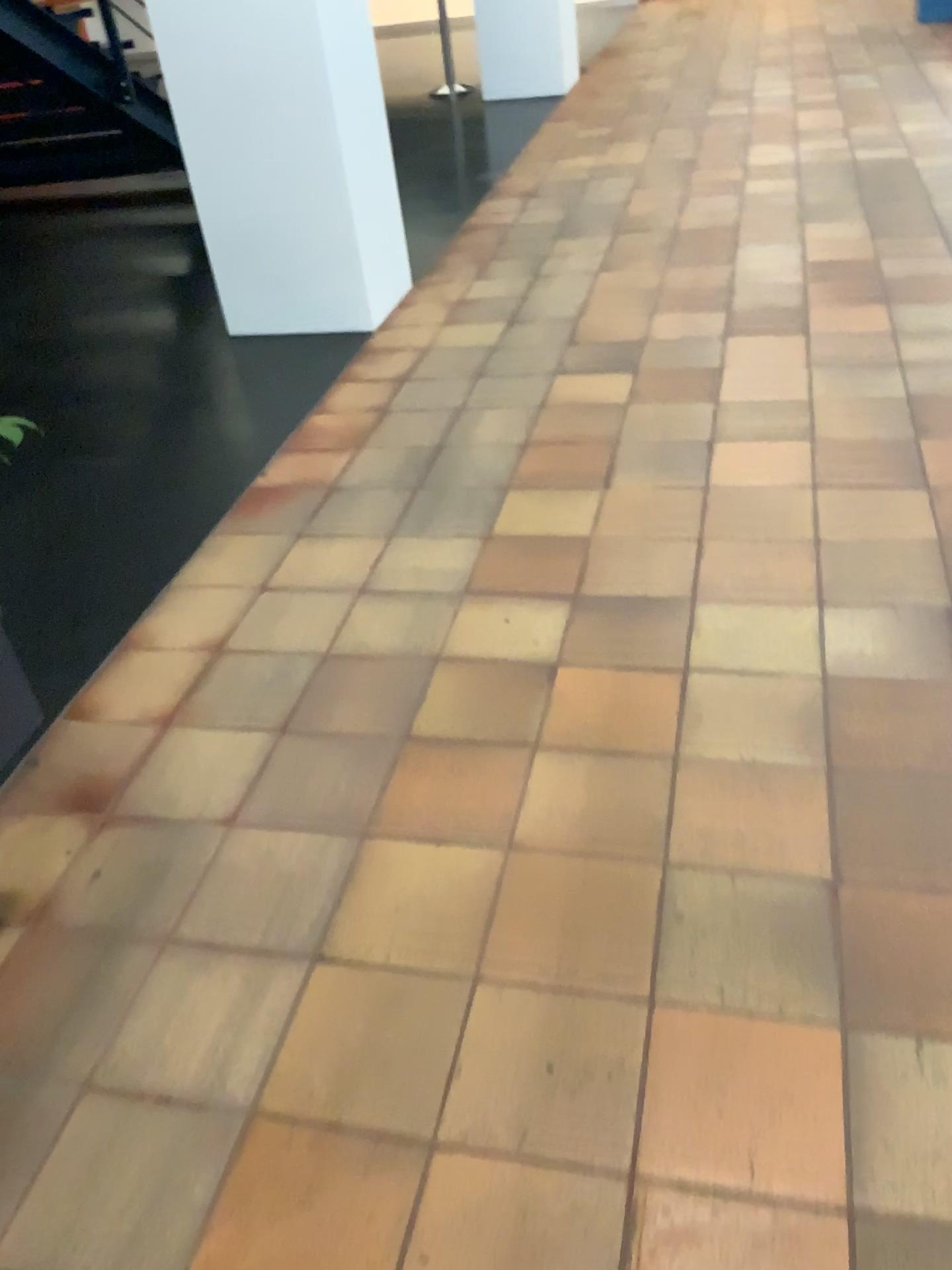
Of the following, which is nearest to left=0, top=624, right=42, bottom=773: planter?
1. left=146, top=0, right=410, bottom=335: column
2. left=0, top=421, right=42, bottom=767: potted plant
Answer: left=0, top=421, right=42, bottom=767: potted plant

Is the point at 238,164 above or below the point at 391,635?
above

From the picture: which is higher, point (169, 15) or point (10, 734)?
point (169, 15)

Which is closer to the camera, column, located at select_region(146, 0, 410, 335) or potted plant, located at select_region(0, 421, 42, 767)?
potted plant, located at select_region(0, 421, 42, 767)

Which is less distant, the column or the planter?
the planter

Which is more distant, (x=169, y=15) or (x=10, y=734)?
(x=169, y=15)

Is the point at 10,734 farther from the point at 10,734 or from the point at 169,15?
the point at 169,15

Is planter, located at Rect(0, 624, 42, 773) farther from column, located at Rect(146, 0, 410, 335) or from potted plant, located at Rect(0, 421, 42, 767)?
column, located at Rect(146, 0, 410, 335)
